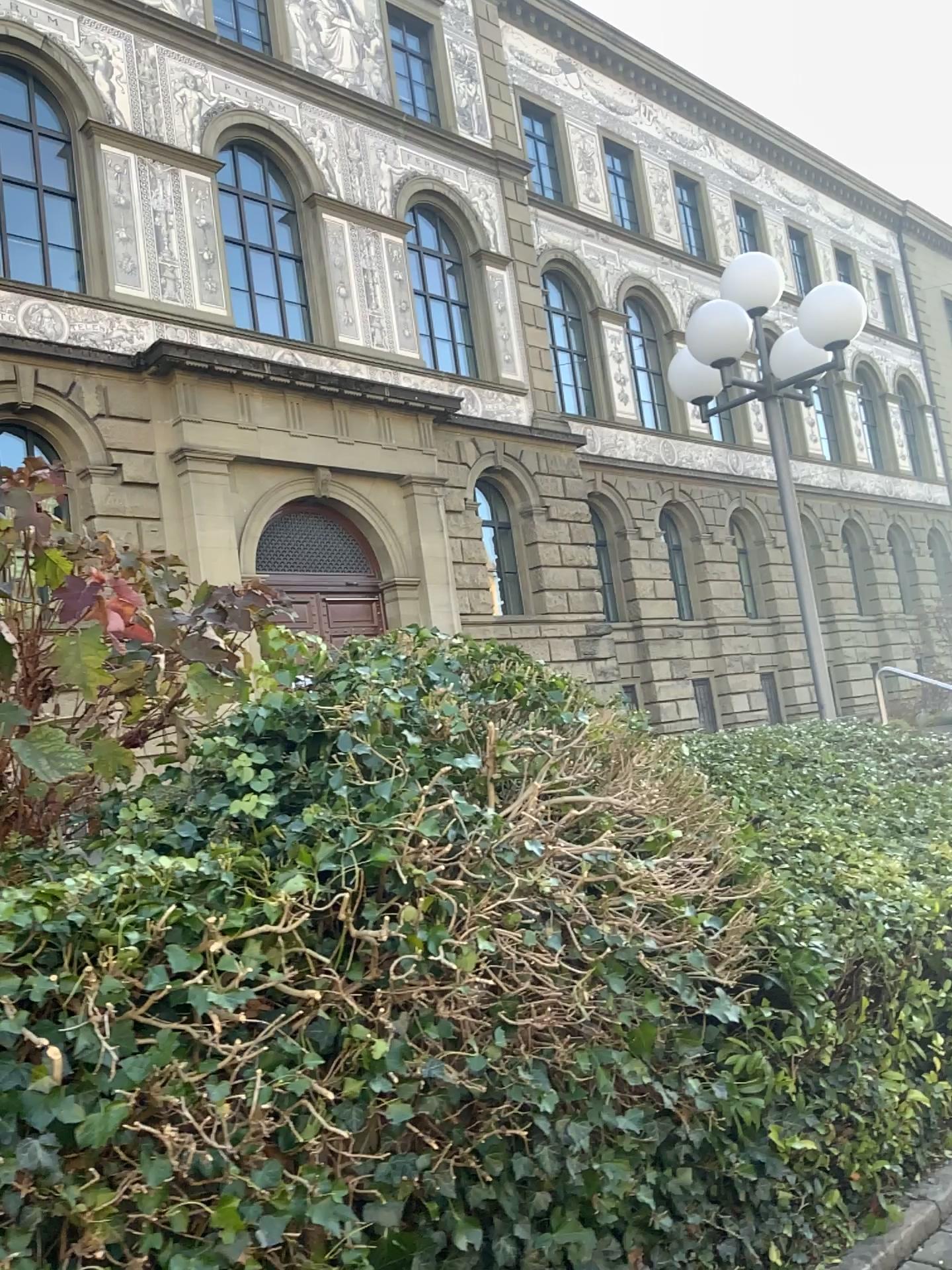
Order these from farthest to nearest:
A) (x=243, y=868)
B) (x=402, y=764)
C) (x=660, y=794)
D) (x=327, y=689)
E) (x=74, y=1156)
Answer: (x=660, y=794) → (x=327, y=689) → (x=402, y=764) → (x=243, y=868) → (x=74, y=1156)
